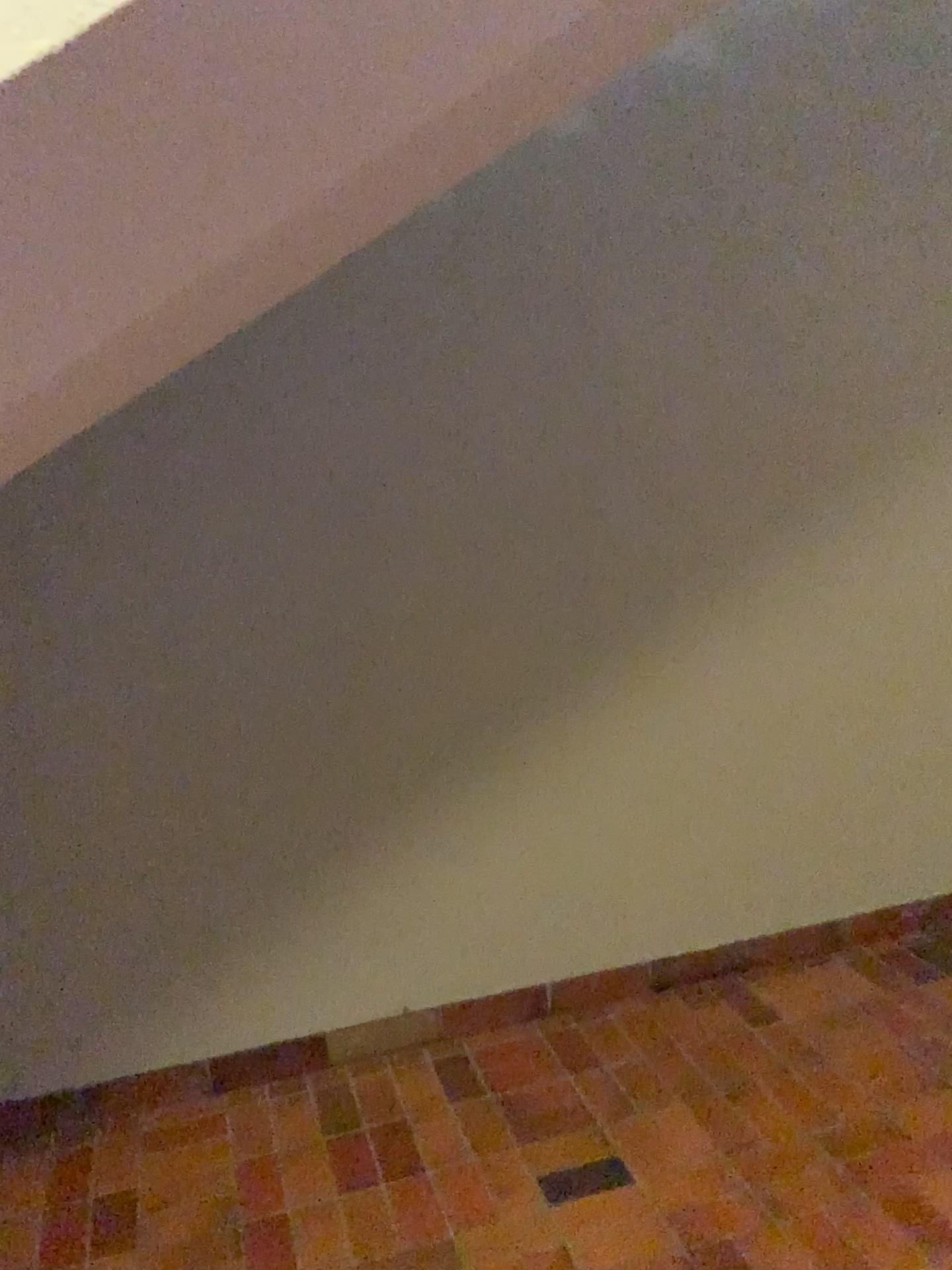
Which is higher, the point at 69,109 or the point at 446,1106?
the point at 69,109
